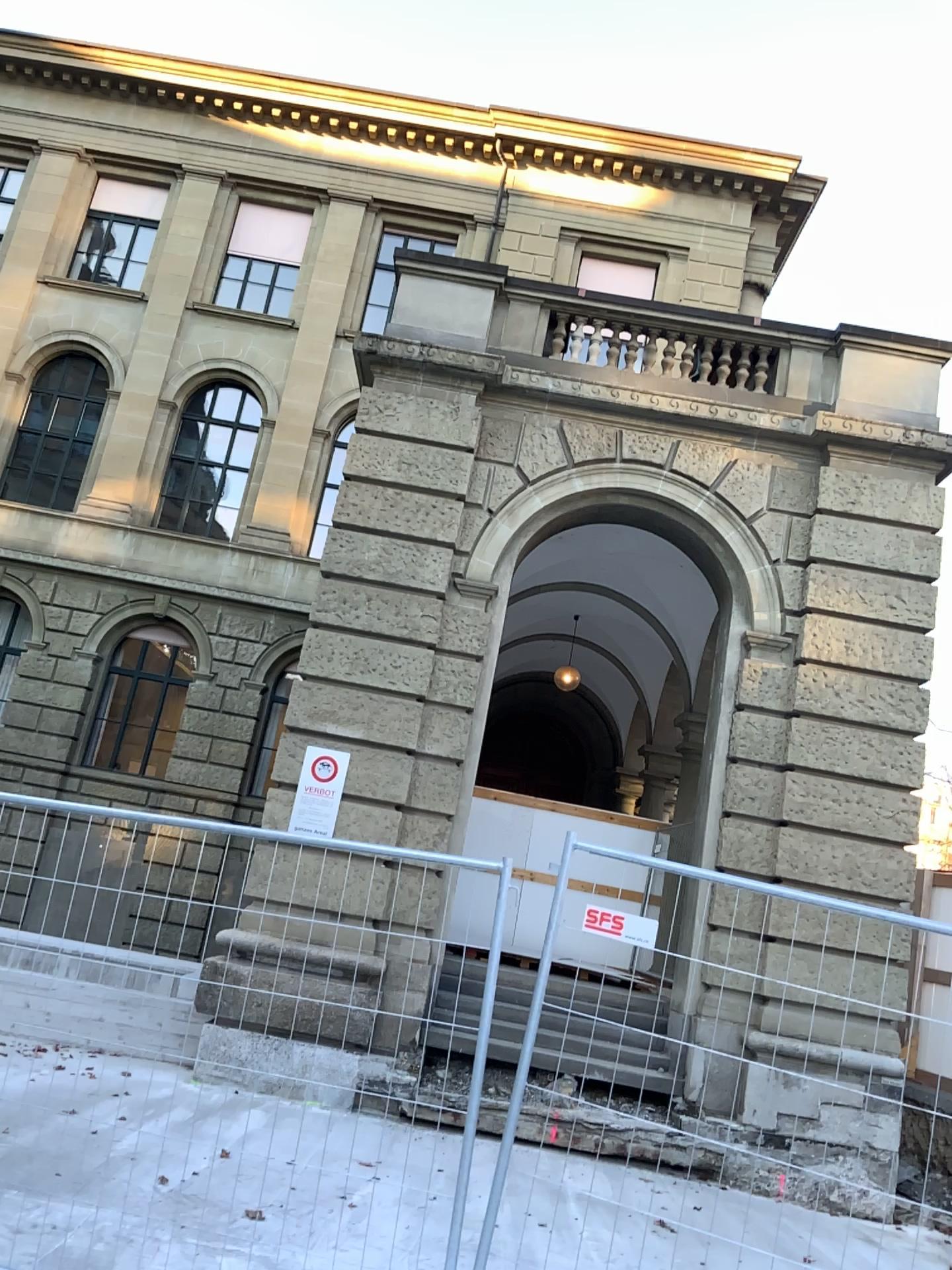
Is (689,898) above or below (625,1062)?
above
